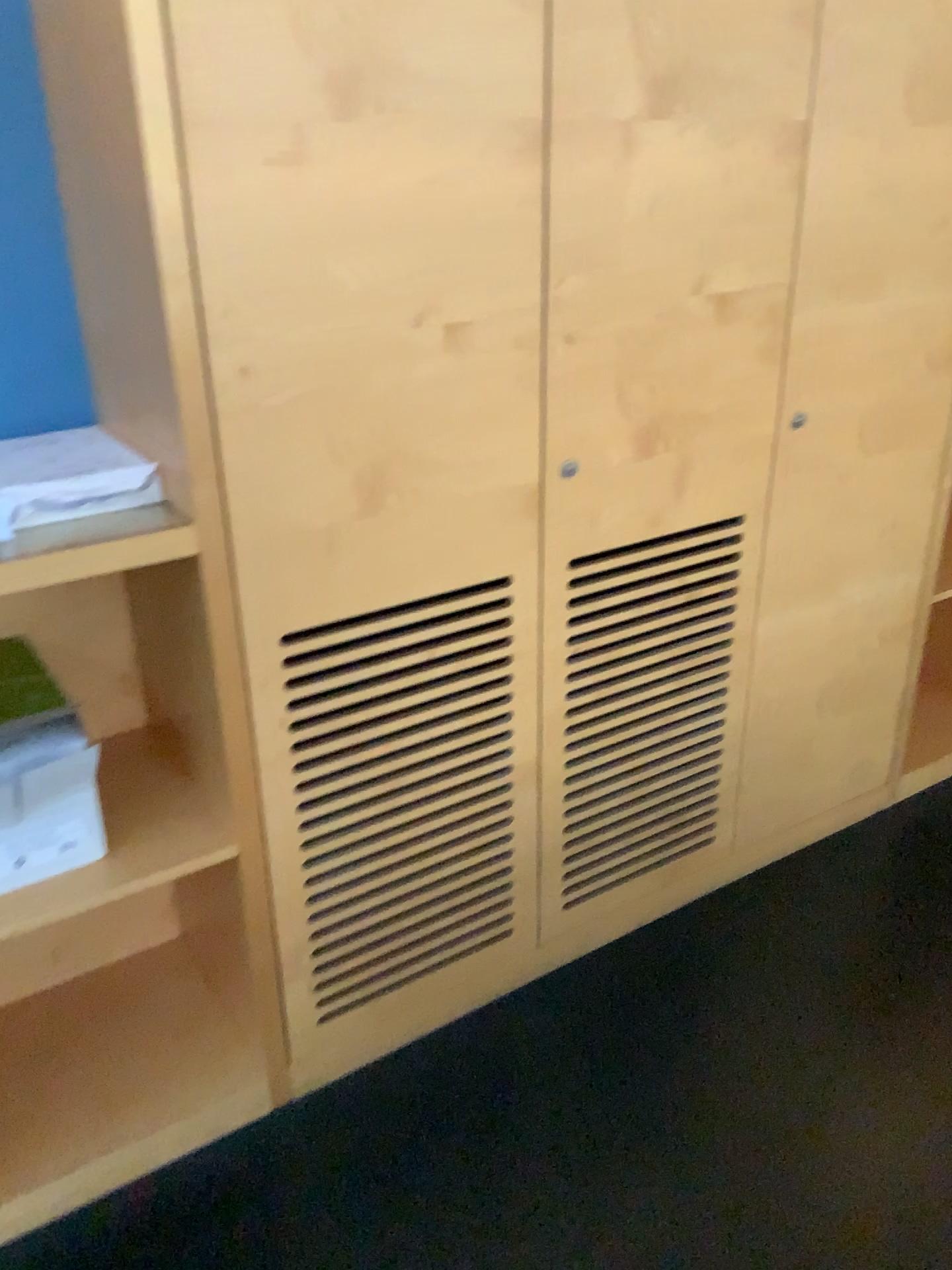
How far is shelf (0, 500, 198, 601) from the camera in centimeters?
136cm

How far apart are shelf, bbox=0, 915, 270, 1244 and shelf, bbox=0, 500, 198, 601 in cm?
89

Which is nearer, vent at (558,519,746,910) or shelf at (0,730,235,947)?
shelf at (0,730,235,947)

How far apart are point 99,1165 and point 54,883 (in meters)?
0.53

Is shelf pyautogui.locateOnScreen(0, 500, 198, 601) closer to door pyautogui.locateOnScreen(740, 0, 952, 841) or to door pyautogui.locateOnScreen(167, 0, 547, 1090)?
door pyautogui.locateOnScreen(167, 0, 547, 1090)

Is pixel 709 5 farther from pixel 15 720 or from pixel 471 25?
pixel 15 720

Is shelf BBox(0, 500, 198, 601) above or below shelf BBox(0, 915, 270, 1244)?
above

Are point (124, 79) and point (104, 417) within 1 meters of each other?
yes

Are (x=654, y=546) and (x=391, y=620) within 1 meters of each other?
yes

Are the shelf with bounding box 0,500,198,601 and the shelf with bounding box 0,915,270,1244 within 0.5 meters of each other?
no
